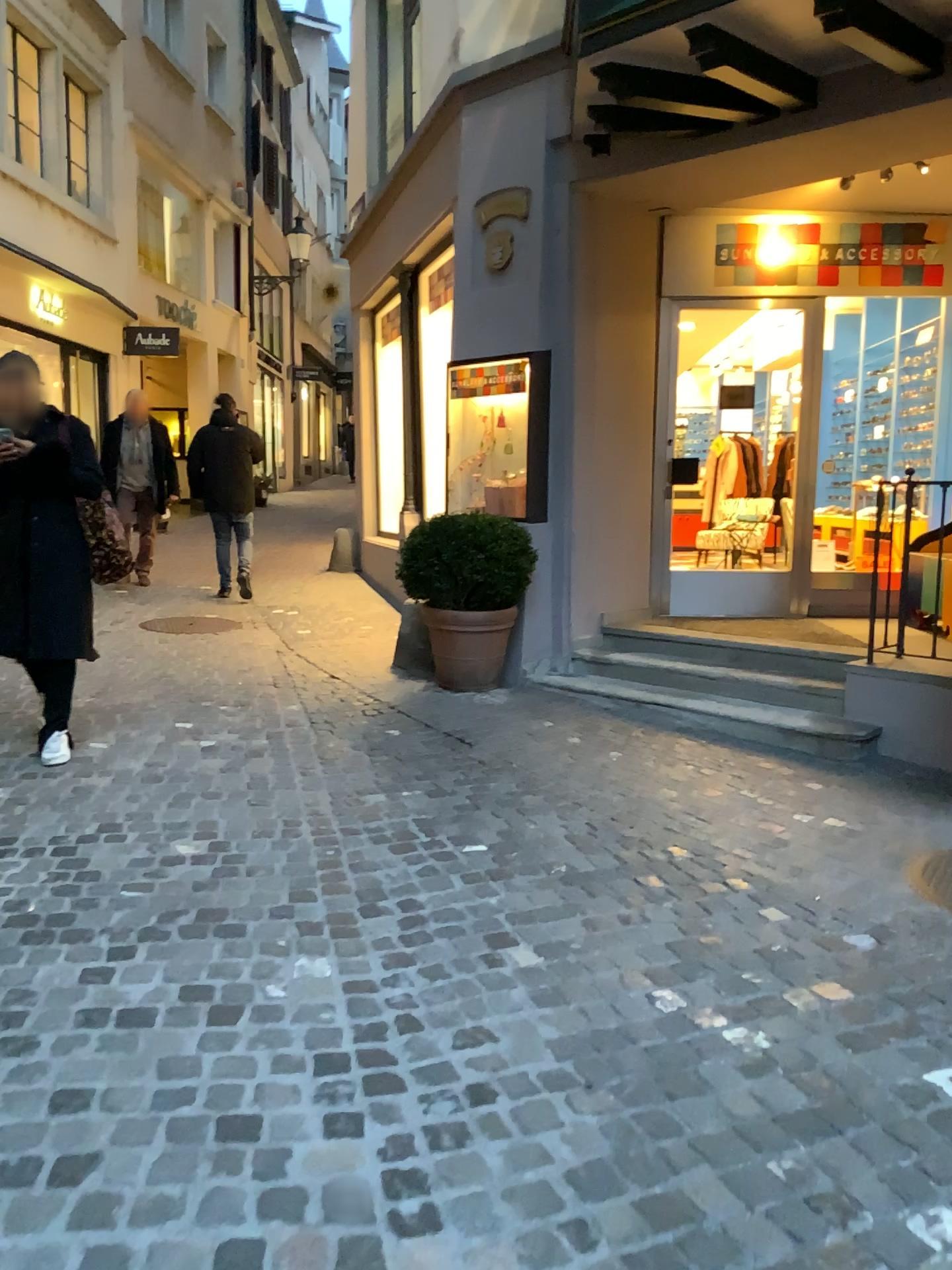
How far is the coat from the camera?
4.4m

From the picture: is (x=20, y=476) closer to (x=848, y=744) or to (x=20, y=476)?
(x=20, y=476)

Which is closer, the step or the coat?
the coat

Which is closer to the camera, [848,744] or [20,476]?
[20,476]

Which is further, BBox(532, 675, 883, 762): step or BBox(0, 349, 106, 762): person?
BBox(532, 675, 883, 762): step

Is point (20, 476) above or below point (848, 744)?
above

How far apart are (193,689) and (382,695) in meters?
1.0

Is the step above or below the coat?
below

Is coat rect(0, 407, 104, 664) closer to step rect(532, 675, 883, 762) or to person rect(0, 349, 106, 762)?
person rect(0, 349, 106, 762)

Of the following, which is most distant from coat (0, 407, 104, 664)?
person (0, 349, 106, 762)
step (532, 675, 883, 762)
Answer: step (532, 675, 883, 762)
